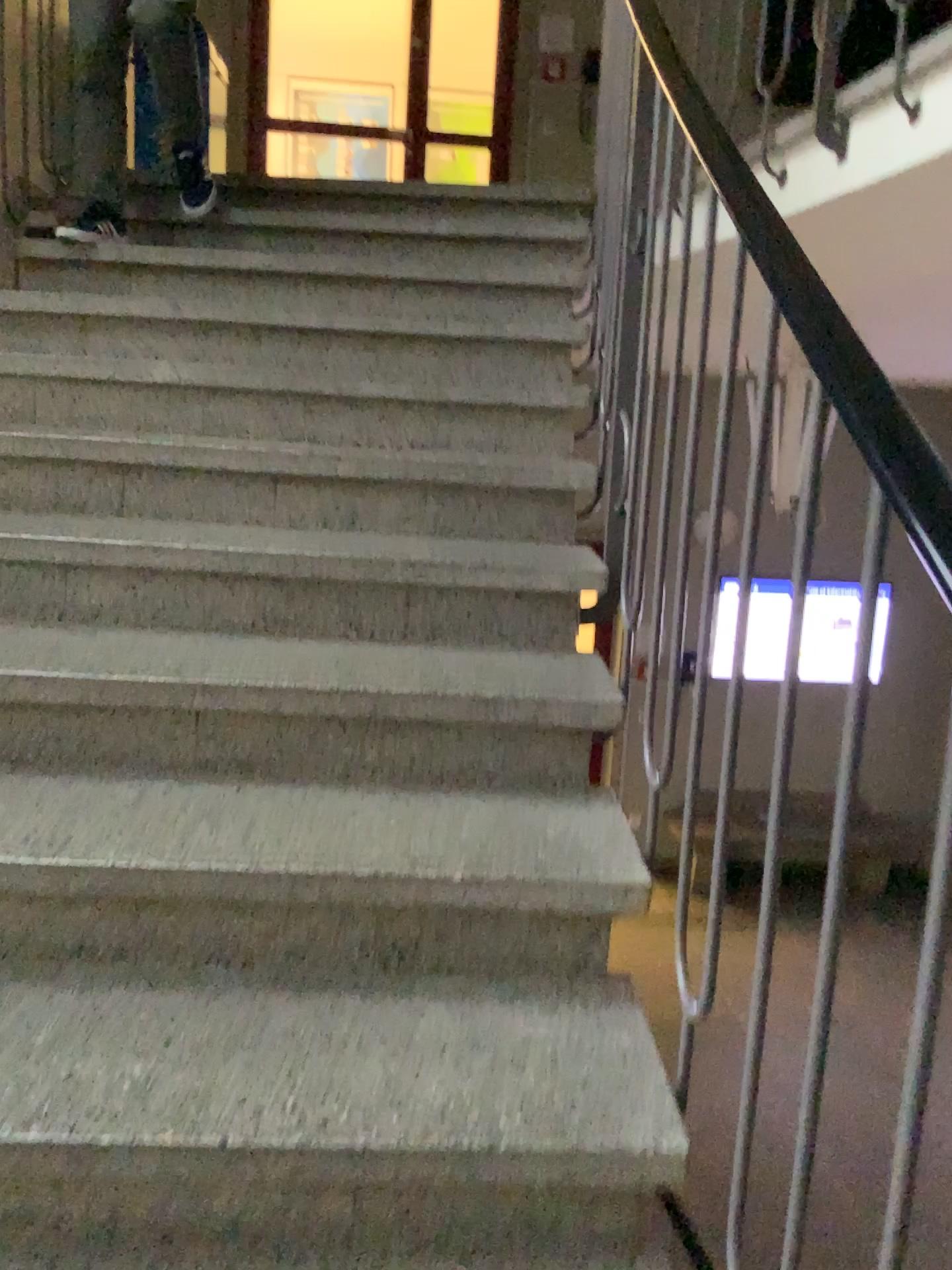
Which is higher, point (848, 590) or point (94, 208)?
point (94, 208)

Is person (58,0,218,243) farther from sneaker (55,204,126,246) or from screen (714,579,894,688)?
screen (714,579,894,688)

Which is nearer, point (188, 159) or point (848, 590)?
point (848, 590)

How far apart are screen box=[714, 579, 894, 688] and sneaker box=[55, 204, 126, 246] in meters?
2.5 m

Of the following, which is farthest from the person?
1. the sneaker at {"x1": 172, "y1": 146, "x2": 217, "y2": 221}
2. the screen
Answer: the screen

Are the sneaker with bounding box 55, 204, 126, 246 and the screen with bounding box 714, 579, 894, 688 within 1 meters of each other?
no

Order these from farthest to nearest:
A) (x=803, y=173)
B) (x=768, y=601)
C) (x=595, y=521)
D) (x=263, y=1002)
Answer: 1. (x=803, y=173)
2. (x=595, y=521)
3. (x=263, y=1002)
4. (x=768, y=601)

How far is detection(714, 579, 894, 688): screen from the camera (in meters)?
0.79

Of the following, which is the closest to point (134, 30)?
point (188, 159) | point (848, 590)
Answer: point (188, 159)

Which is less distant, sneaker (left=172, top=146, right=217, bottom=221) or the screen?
the screen
